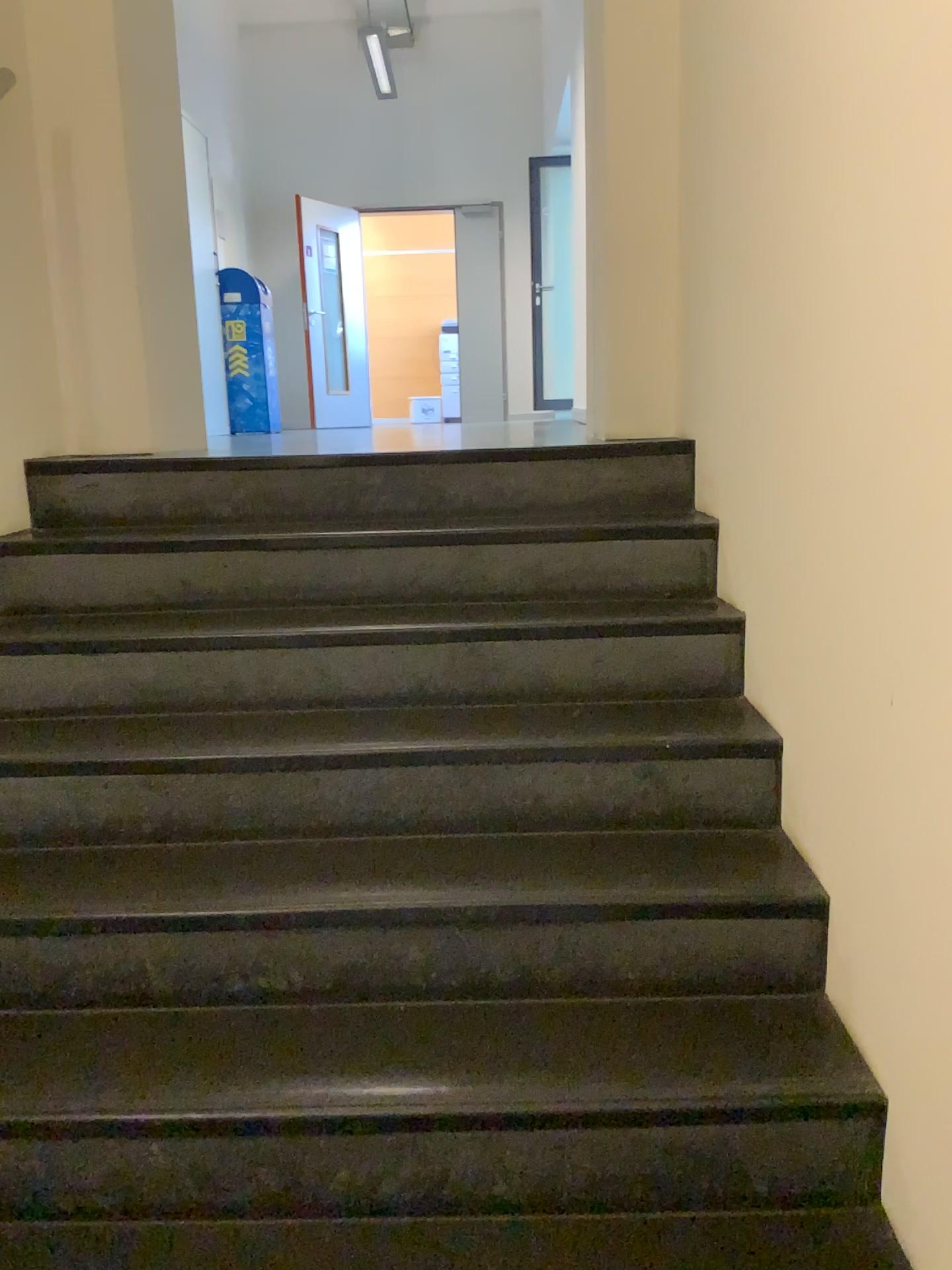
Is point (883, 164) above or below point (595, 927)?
above
